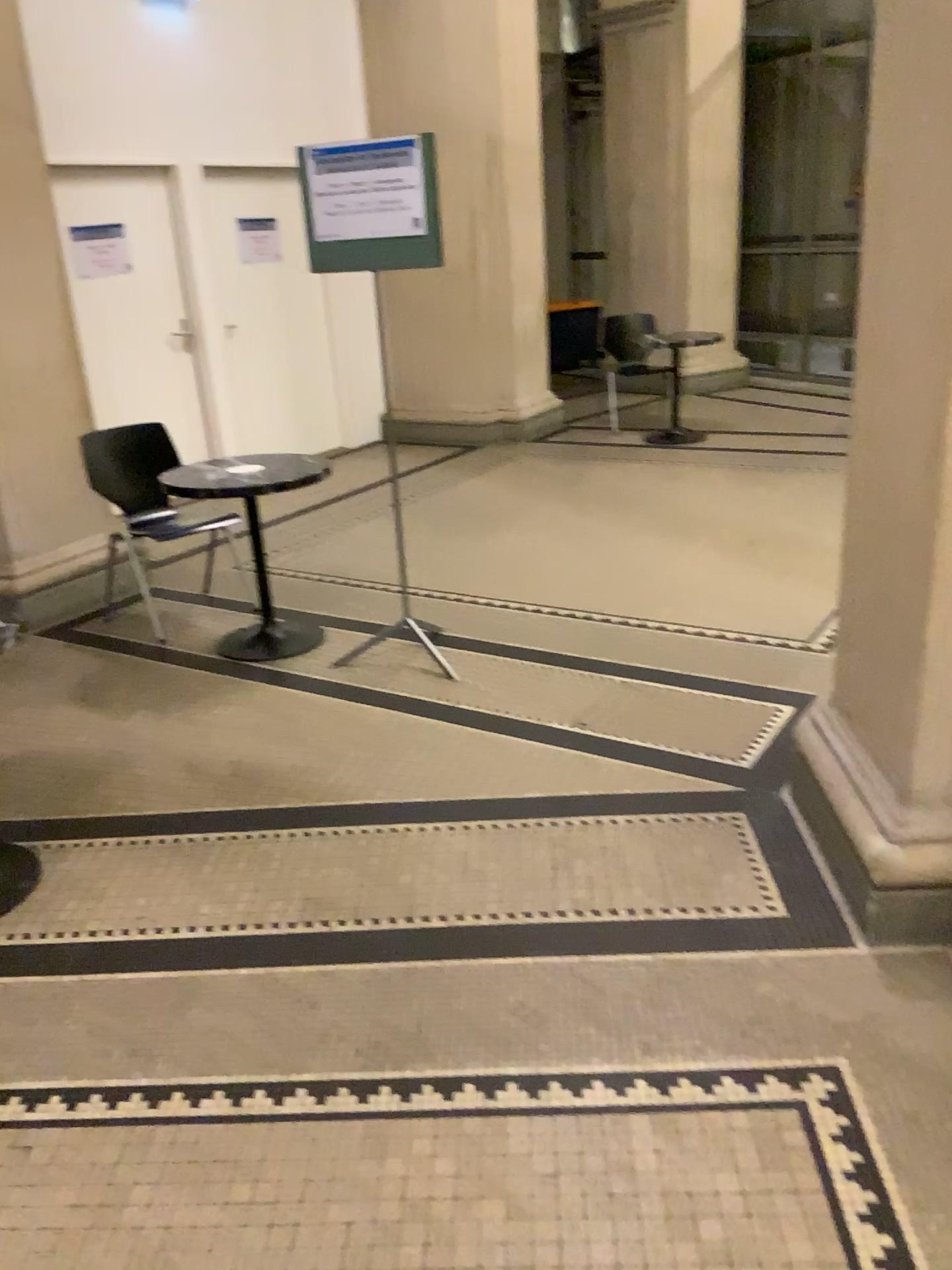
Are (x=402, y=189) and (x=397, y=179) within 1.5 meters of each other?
yes

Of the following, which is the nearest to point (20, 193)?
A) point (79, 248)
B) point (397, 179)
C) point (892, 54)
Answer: point (79, 248)

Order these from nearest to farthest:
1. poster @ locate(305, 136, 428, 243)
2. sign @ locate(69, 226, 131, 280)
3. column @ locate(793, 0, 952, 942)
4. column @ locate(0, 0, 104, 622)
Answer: column @ locate(793, 0, 952, 942) → poster @ locate(305, 136, 428, 243) → column @ locate(0, 0, 104, 622) → sign @ locate(69, 226, 131, 280)

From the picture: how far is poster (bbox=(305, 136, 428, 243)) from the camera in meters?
3.5 m

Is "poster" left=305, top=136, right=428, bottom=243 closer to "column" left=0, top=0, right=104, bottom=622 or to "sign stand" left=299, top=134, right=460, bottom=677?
"sign stand" left=299, top=134, right=460, bottom=677

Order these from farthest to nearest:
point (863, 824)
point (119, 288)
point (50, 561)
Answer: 1. point (119, 288)
2. point (50, 561)
3. point (863, 824)

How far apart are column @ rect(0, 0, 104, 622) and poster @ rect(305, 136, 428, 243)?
1.6 meters

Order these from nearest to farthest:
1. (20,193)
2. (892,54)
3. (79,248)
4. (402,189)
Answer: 1. (892,54)
2. (402,189)
3. (20,193)
4. (79,248)

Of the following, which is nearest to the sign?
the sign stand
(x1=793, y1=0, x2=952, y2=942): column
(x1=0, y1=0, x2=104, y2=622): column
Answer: (x1=0, y1=0, x2=104, y2=622): column

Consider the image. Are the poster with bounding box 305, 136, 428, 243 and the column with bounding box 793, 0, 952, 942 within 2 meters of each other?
yes
